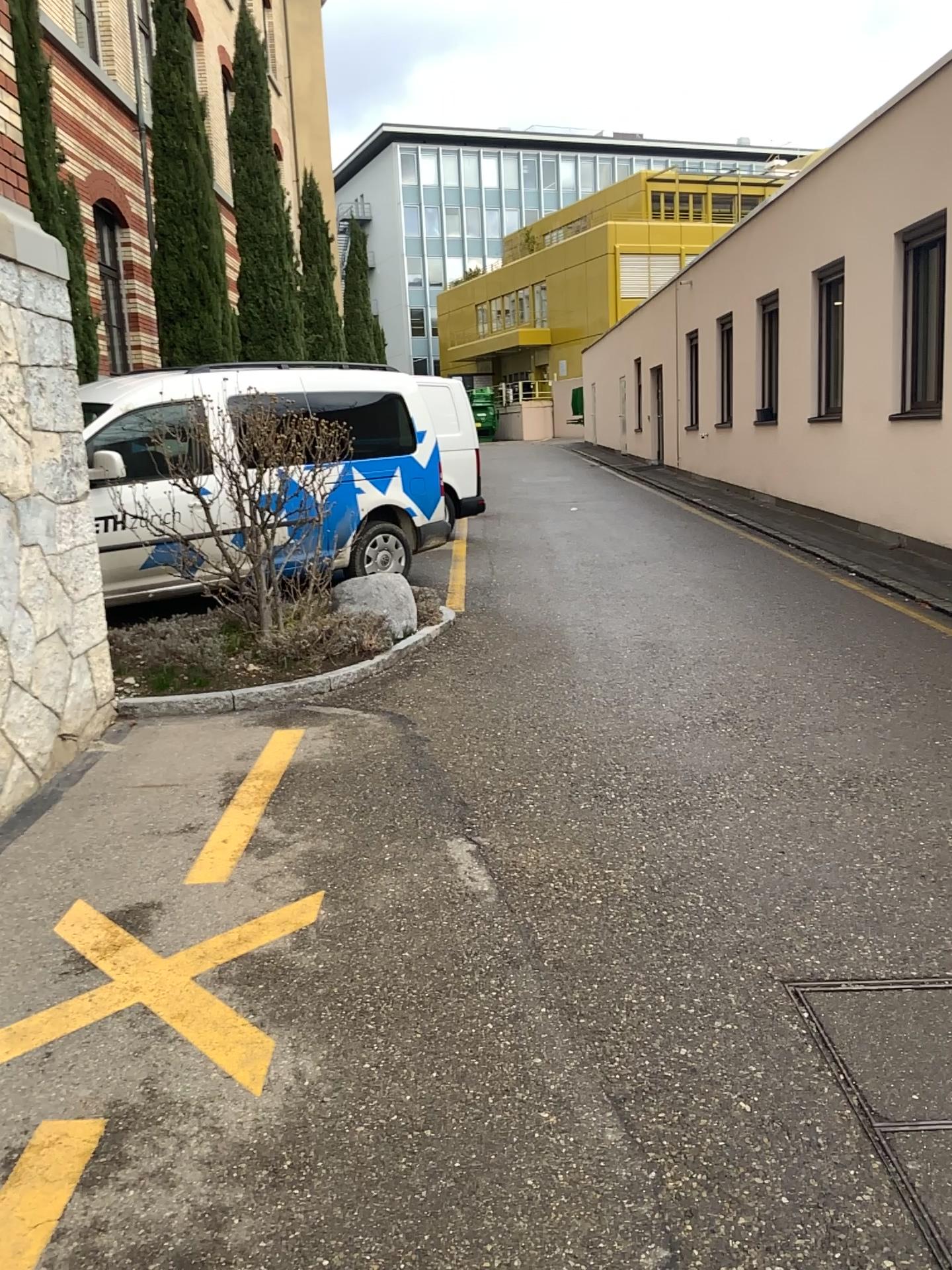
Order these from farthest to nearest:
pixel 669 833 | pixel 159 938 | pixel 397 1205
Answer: pixel 669 833 → pixel 159 938 → pixel 397 1205

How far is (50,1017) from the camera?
2.49m

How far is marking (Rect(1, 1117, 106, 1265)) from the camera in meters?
2.0 m

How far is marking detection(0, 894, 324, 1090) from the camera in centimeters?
249cm

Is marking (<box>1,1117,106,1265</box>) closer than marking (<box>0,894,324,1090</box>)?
Yes

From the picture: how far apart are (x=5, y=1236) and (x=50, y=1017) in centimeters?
55cm

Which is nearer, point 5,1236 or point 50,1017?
point 5,1236
